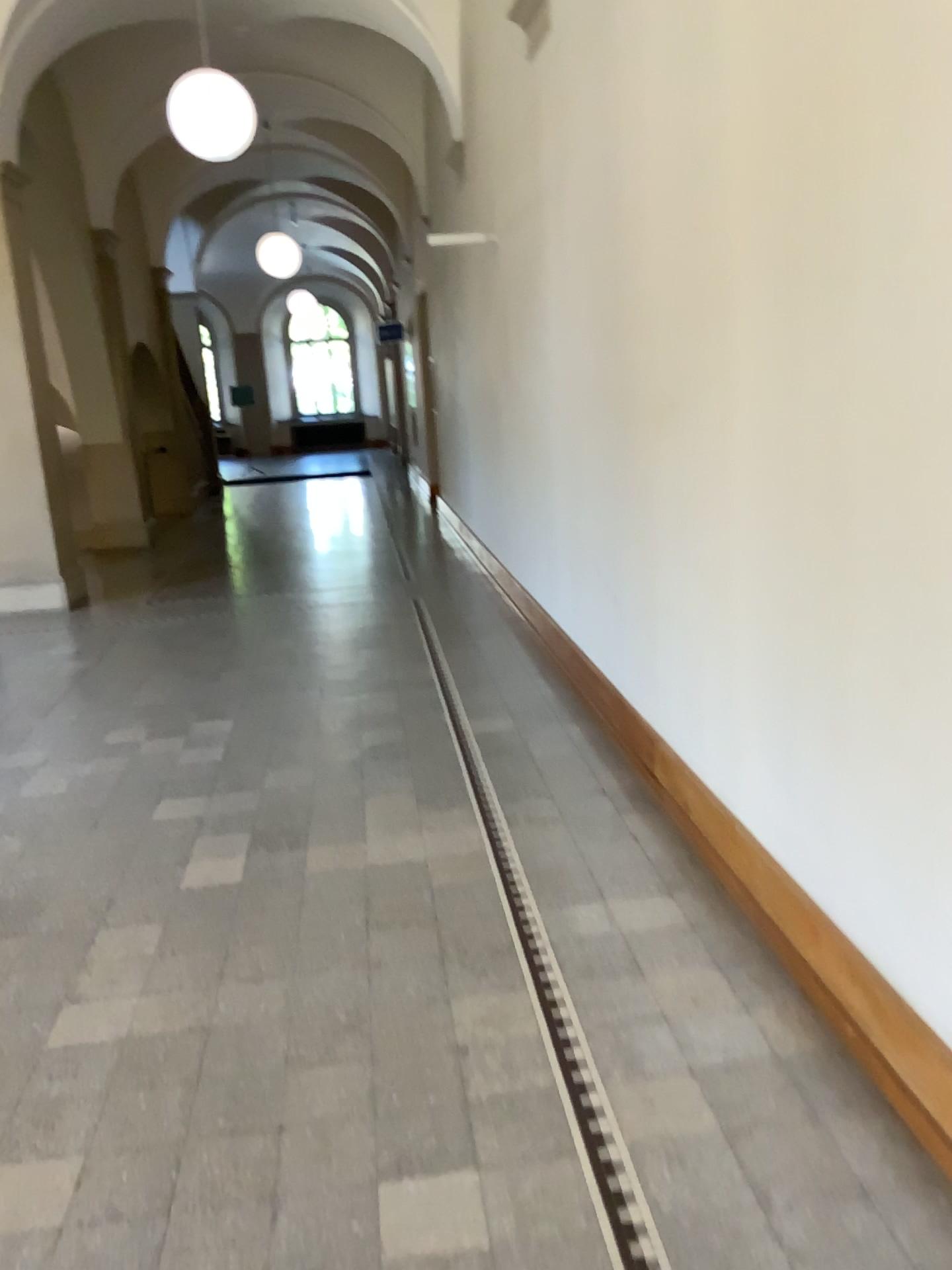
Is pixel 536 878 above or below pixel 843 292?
below
